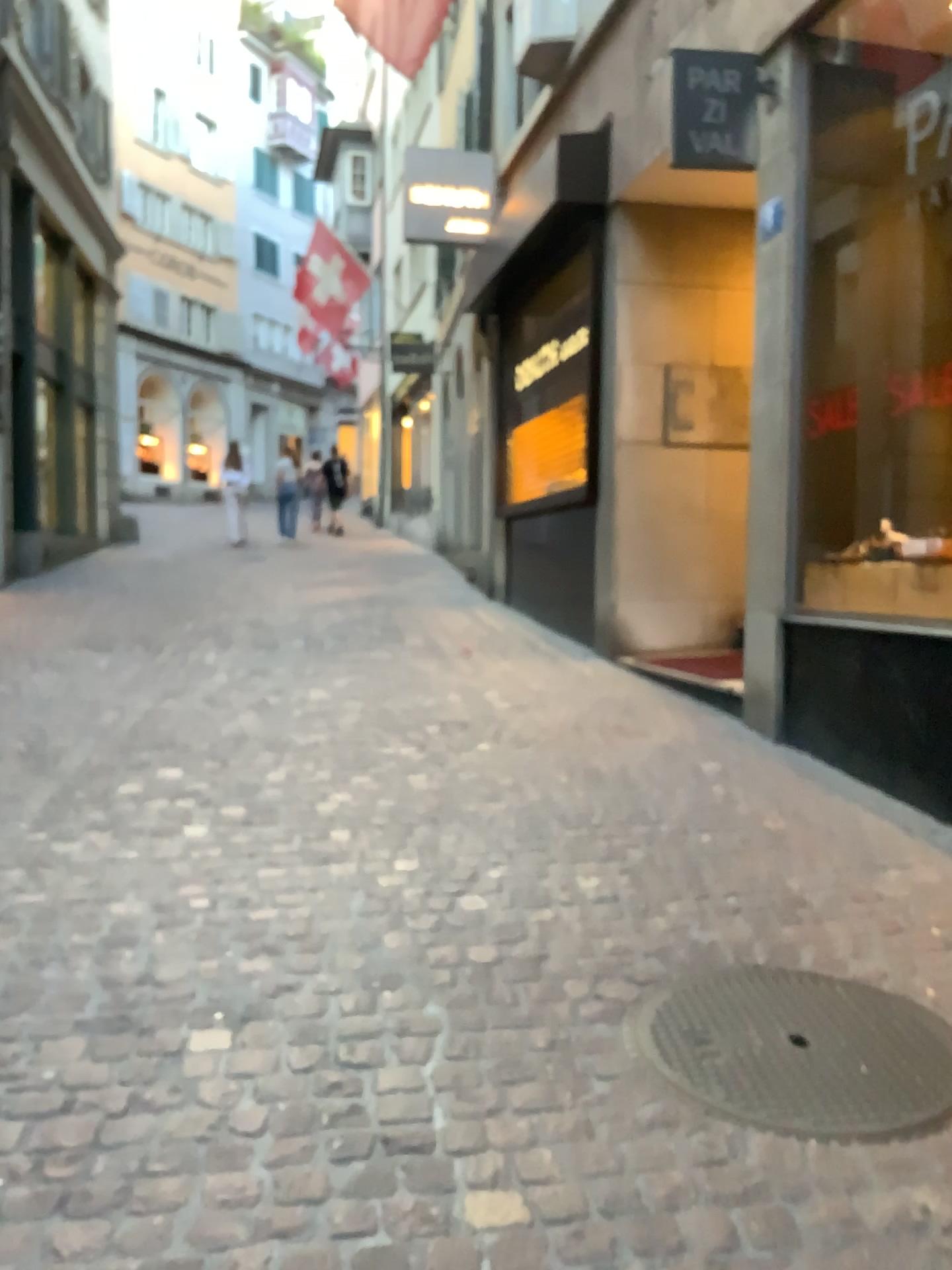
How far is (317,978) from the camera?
2.6 meters
